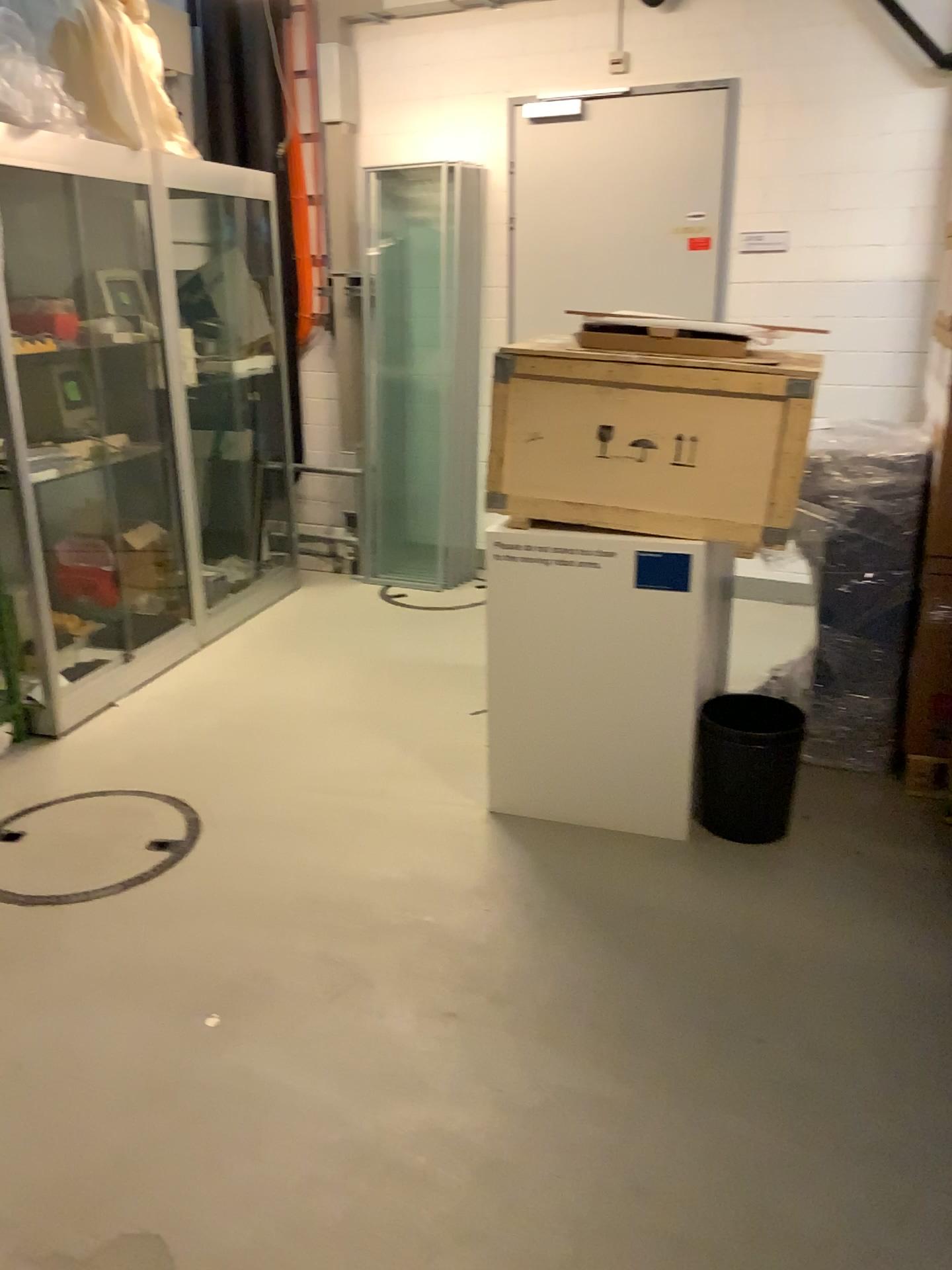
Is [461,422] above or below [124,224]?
below

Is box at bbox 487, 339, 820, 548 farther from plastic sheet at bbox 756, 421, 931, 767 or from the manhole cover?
the manhole cover

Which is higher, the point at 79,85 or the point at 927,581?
the point at 79,85

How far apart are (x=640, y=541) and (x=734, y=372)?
0.5m

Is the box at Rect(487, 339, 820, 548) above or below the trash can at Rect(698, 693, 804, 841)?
above

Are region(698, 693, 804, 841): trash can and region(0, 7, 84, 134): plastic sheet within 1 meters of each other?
no

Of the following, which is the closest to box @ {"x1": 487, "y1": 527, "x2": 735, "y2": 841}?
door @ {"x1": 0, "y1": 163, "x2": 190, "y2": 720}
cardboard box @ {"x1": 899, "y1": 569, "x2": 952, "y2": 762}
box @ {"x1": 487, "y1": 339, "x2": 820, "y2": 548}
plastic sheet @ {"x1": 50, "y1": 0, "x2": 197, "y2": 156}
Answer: box @ {"x1": 487, "y1": 339, "x2": 820, "y2": 548}

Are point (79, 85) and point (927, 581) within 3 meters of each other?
no

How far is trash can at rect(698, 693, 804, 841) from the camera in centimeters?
293cm

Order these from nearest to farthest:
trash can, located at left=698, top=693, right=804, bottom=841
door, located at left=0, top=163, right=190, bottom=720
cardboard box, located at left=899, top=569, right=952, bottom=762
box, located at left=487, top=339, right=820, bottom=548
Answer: box, located at left=487, top=339, right=820, bottom=548
trash can, located at left=698, top=693, right=804, bottom=841
cardboard box, located at left=899, top=569, right=952, bottom=762
door, located at left=0, top=163, right=190, bottom=720
